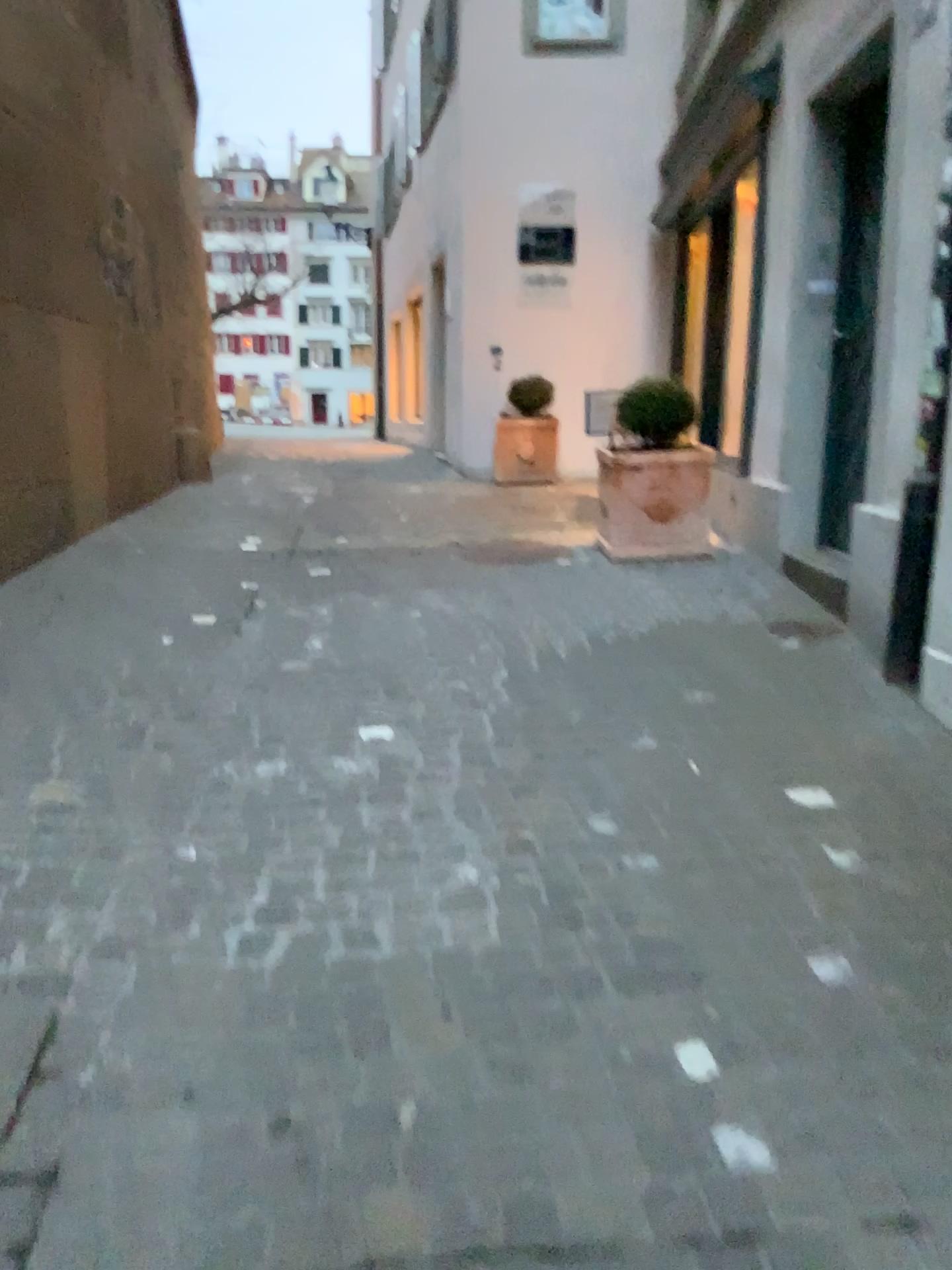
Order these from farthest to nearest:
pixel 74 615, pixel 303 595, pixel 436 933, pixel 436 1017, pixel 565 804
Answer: pixel 303 595, pixel 74 615, pixel 565 804, pixel 436 933, pixel 436 1017
